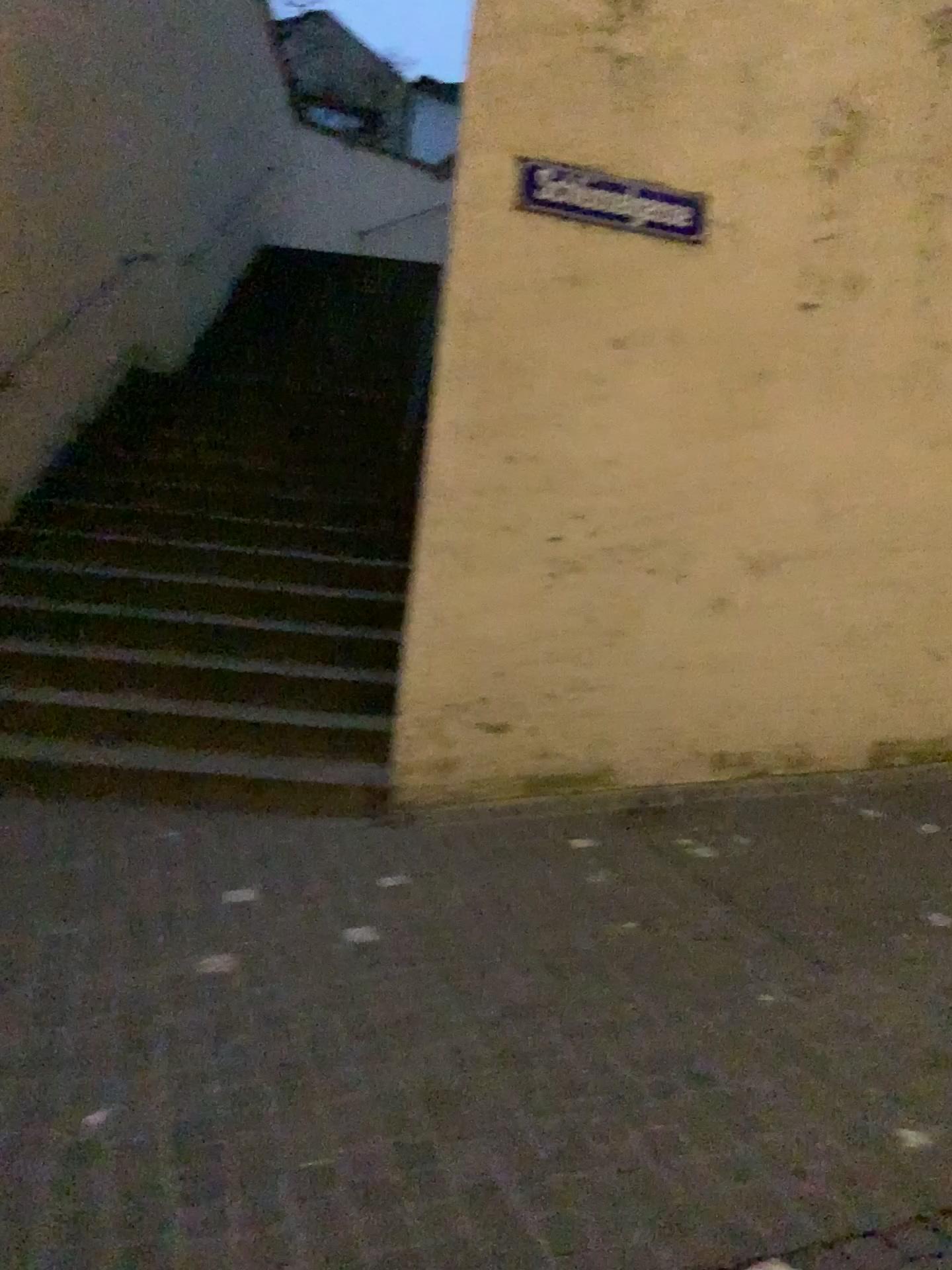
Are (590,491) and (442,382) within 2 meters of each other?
yes

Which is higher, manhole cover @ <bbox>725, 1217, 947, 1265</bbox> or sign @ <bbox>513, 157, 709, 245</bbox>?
sign @ <bbox>513, 157, 709, 245</bbox>

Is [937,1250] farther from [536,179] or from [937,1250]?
[536,179]

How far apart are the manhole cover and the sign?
3.9 meters

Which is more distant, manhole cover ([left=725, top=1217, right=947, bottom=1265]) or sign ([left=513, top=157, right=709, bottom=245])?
sign ([left=513, top=157, right=709, bottom=245])

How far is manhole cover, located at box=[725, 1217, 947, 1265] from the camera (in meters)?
2.05

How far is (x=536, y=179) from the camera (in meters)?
4.55

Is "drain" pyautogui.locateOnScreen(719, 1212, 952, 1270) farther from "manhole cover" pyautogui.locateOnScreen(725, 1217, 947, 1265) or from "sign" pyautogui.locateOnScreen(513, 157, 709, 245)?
"sign" pyautogui.locateOnScreen(513, 157, 709, 245)

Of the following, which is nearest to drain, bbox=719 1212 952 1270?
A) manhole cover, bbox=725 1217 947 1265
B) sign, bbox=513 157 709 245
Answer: manhole cover, bbox=725 1217 947 1265

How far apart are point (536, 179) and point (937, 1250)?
4.0 meters
